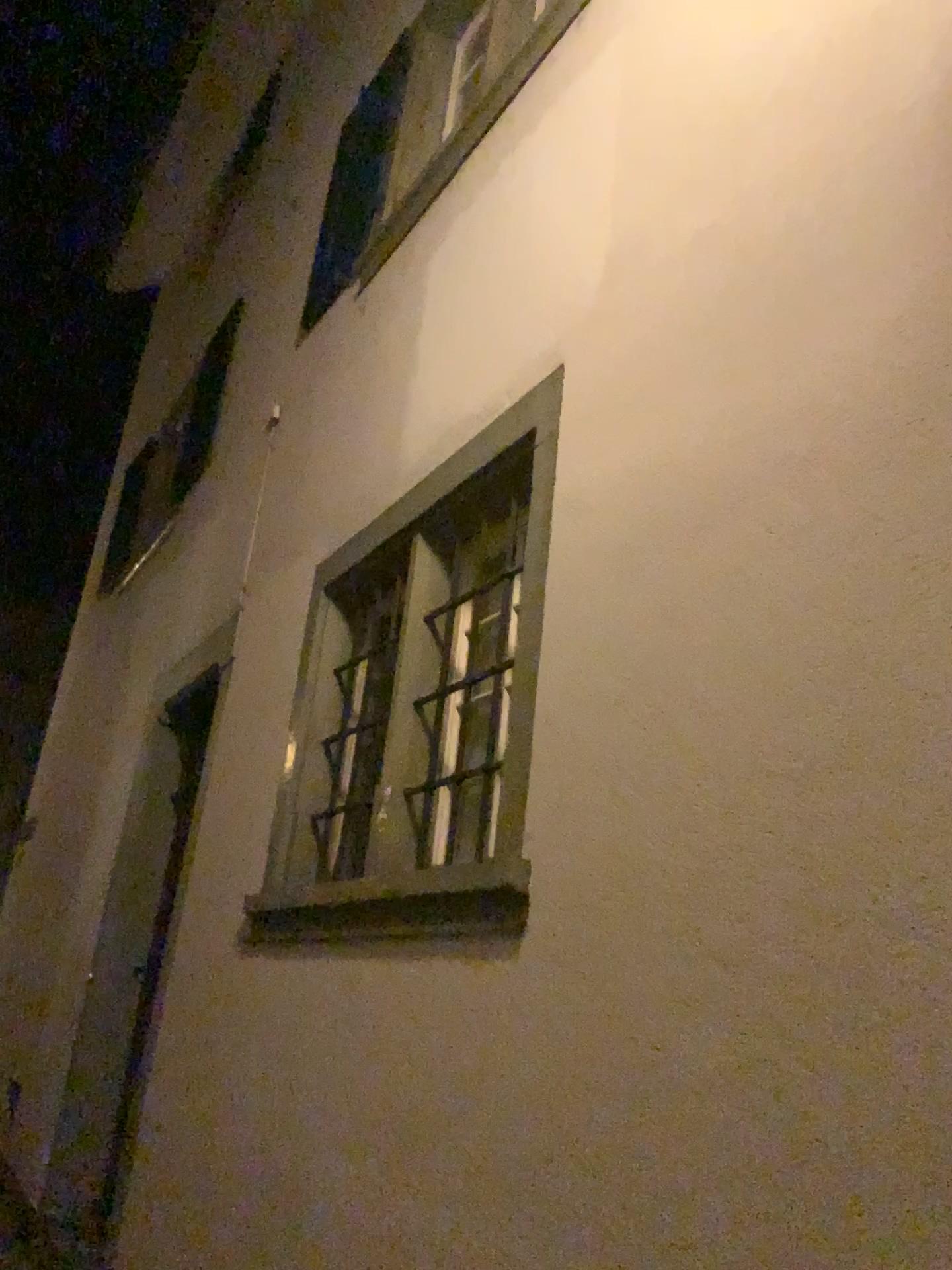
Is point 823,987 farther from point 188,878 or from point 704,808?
point 188,878
